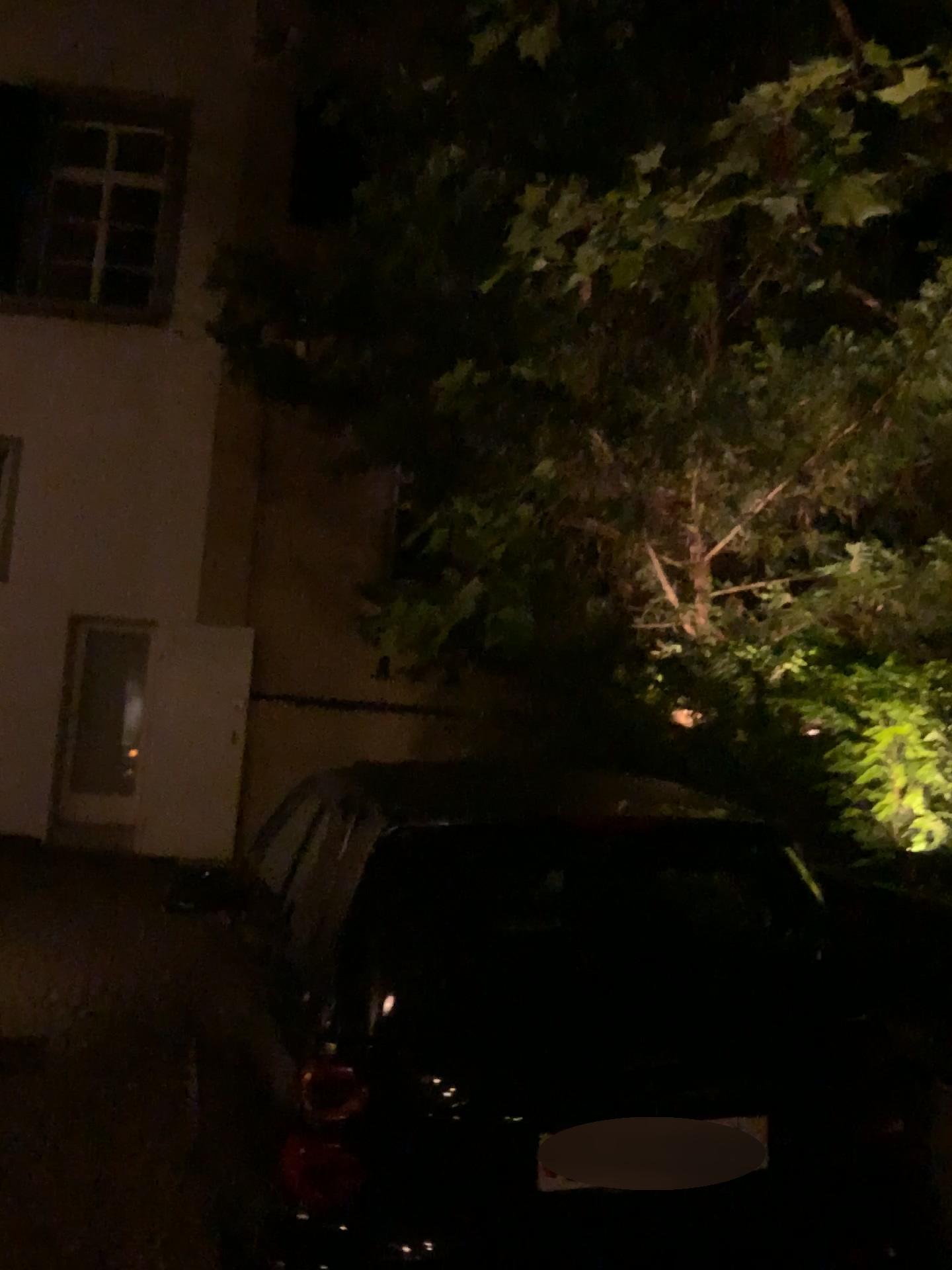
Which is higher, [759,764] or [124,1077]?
[759,764]
